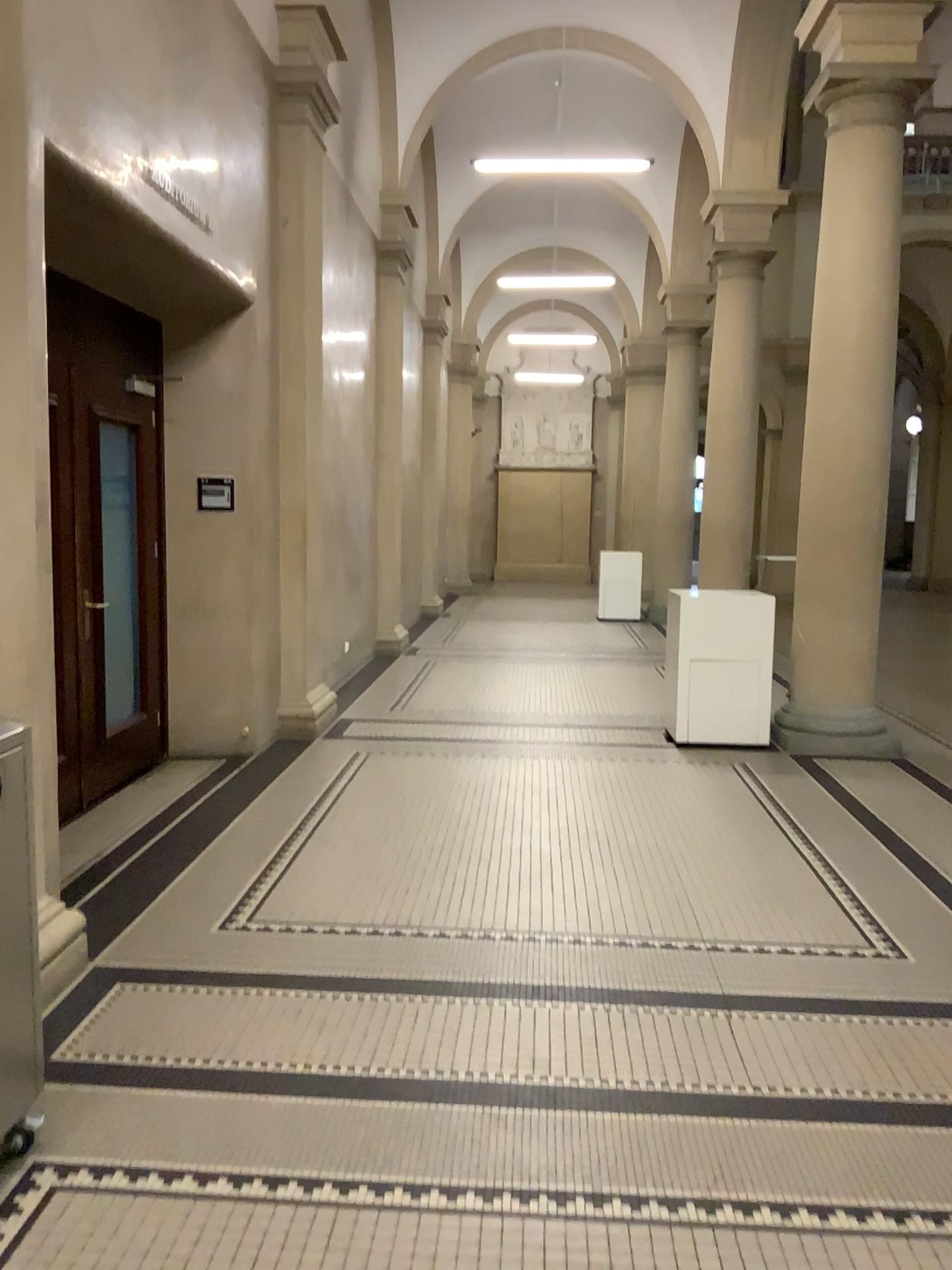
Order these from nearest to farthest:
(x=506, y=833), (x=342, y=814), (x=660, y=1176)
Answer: (x=660, y=1176), (x=506, y=833), (x=342, y=814)
